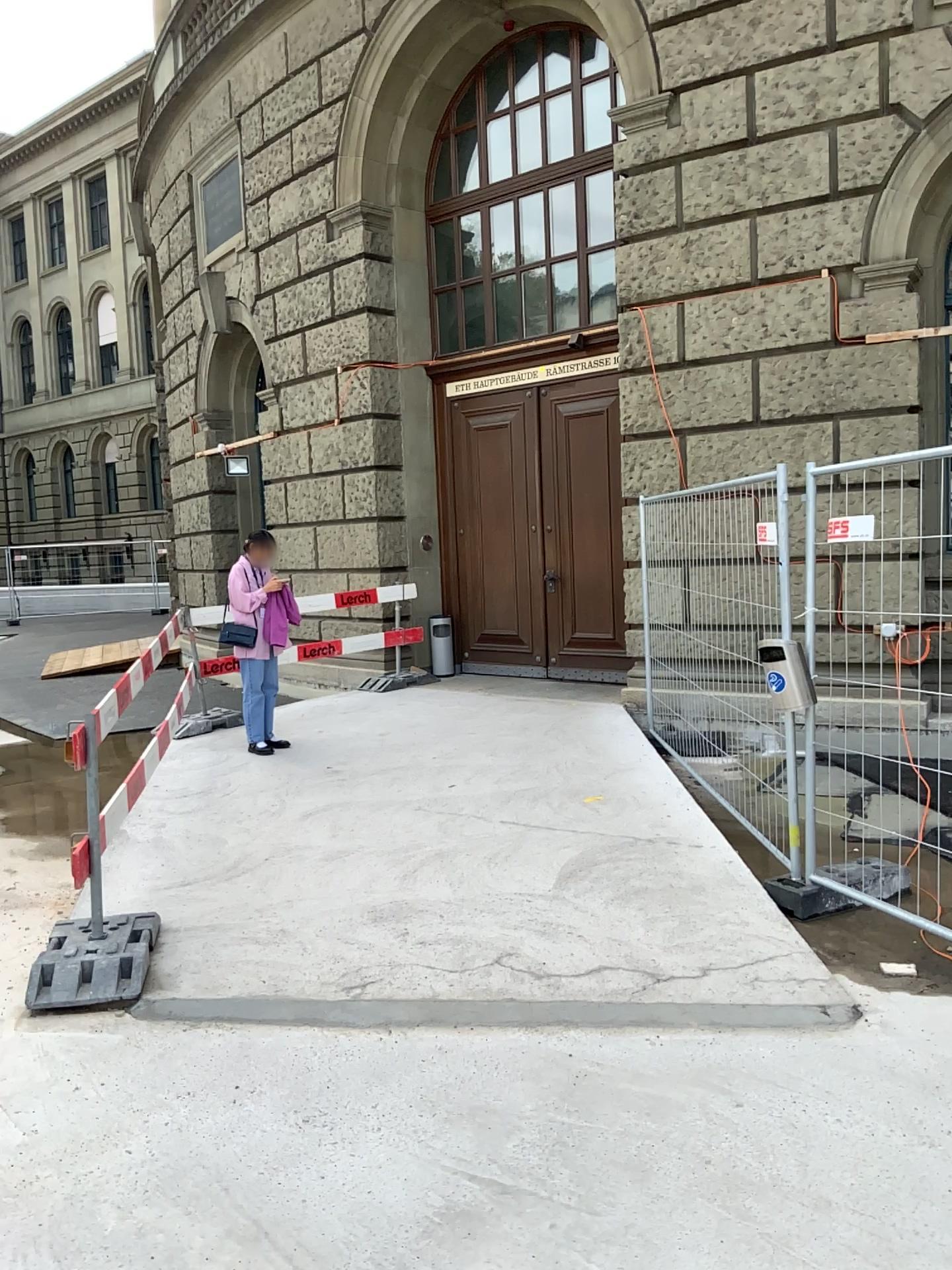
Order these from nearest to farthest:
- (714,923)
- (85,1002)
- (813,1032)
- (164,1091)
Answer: (164,1091) < (813,1032) < (85,1002) < (714,923)

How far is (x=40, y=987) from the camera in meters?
3.8

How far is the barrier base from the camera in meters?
3.7
